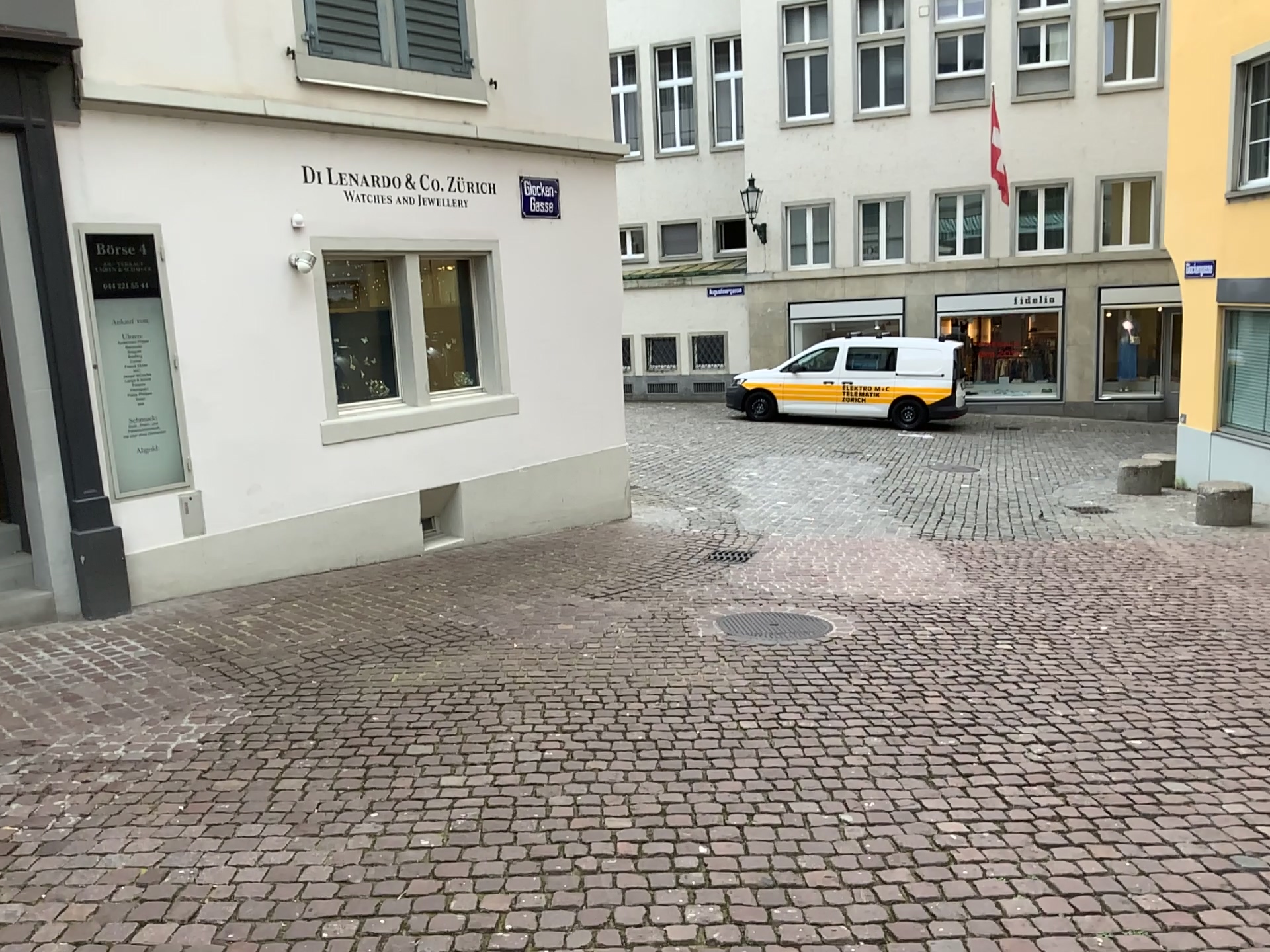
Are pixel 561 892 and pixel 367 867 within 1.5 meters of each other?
yes
